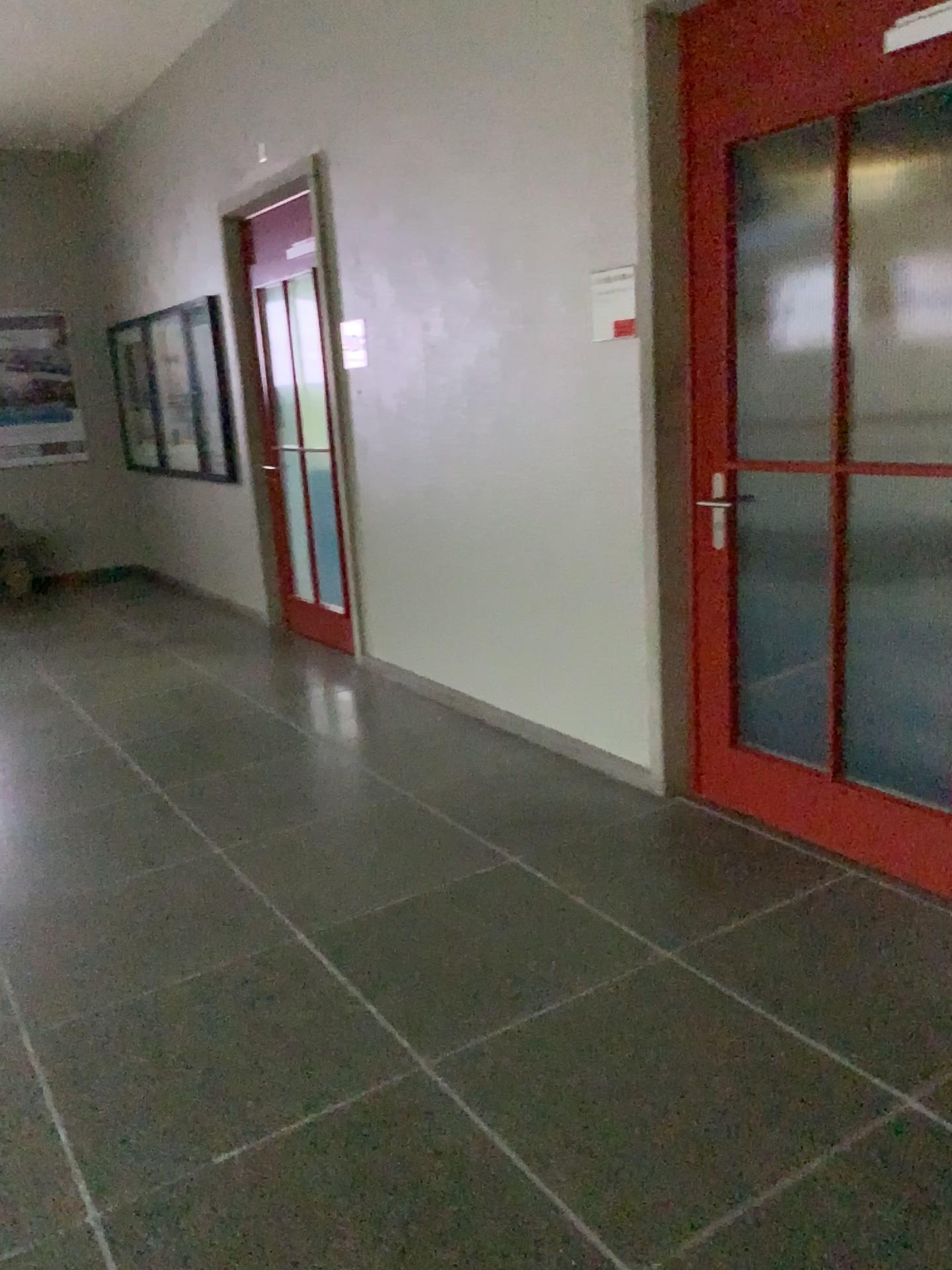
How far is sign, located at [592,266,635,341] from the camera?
3.28m

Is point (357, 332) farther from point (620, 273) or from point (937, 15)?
point (937, 15)

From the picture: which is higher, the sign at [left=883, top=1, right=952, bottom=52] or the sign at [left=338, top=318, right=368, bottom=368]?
the sign at [left=883, top=1, right=952, bottom=52]

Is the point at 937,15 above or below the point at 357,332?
above

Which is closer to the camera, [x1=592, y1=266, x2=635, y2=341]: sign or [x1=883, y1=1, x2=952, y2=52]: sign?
[x1=883, y1=1, x2=952, y2=52]: sign

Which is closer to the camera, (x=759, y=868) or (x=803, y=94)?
(x=803, y=94)

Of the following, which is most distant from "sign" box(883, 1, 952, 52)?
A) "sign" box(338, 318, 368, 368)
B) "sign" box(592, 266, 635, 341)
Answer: "sign" box(338, 318, 368, 368)

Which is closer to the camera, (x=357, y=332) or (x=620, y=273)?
(x=620, y=273)

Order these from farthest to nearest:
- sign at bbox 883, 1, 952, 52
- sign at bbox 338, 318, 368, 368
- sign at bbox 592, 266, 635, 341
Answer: sign at bbox 338, 318, 368, 368 → sign at bbox 592, 266, 635, 341 → sign at bbox 883, 1, 952, 52

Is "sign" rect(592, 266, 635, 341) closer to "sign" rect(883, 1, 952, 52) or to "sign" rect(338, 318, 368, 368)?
"sign" rect(883, 1, 952, 52)
